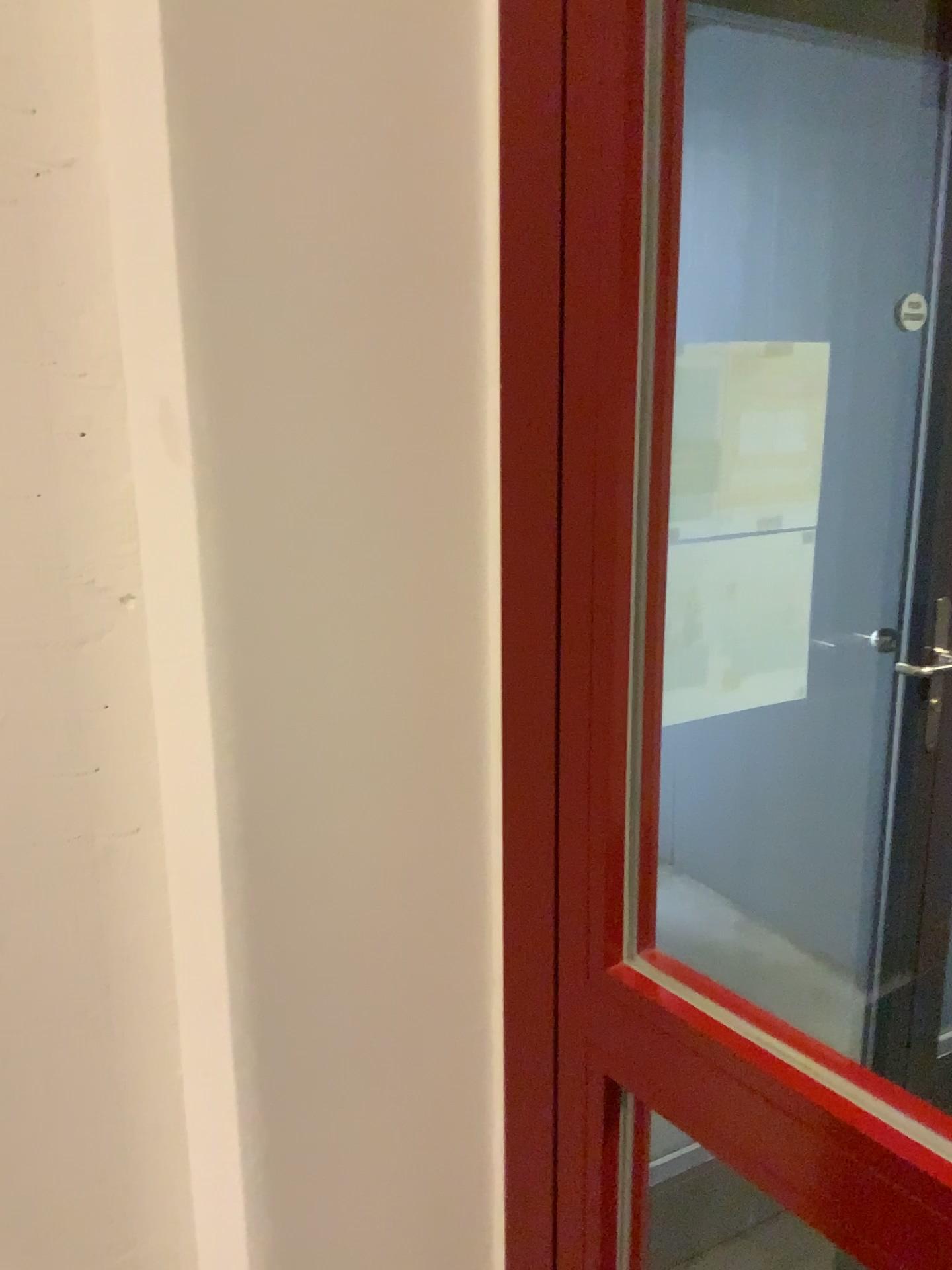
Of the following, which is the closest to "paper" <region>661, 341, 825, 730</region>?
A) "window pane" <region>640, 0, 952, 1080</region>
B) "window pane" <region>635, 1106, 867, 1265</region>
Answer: "window pane" <region>640, 0, 952, 1080</region>

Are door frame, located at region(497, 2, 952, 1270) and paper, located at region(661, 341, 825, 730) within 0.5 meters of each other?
no

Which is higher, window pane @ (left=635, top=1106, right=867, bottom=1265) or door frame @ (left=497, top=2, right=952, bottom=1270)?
door frame @ (left=497, top=2, right=952, bottom=1270)

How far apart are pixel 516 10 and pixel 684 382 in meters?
1.0 m

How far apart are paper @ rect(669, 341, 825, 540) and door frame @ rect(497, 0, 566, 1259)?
0.9 meters

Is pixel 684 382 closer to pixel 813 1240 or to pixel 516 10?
pixel 516 10

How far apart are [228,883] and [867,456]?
1.01m

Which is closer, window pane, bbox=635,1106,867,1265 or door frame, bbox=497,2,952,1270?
door frame, bbox=497,2,952,1270

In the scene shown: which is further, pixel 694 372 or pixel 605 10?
pixel 694 372

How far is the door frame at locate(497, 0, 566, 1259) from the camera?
0.75m
